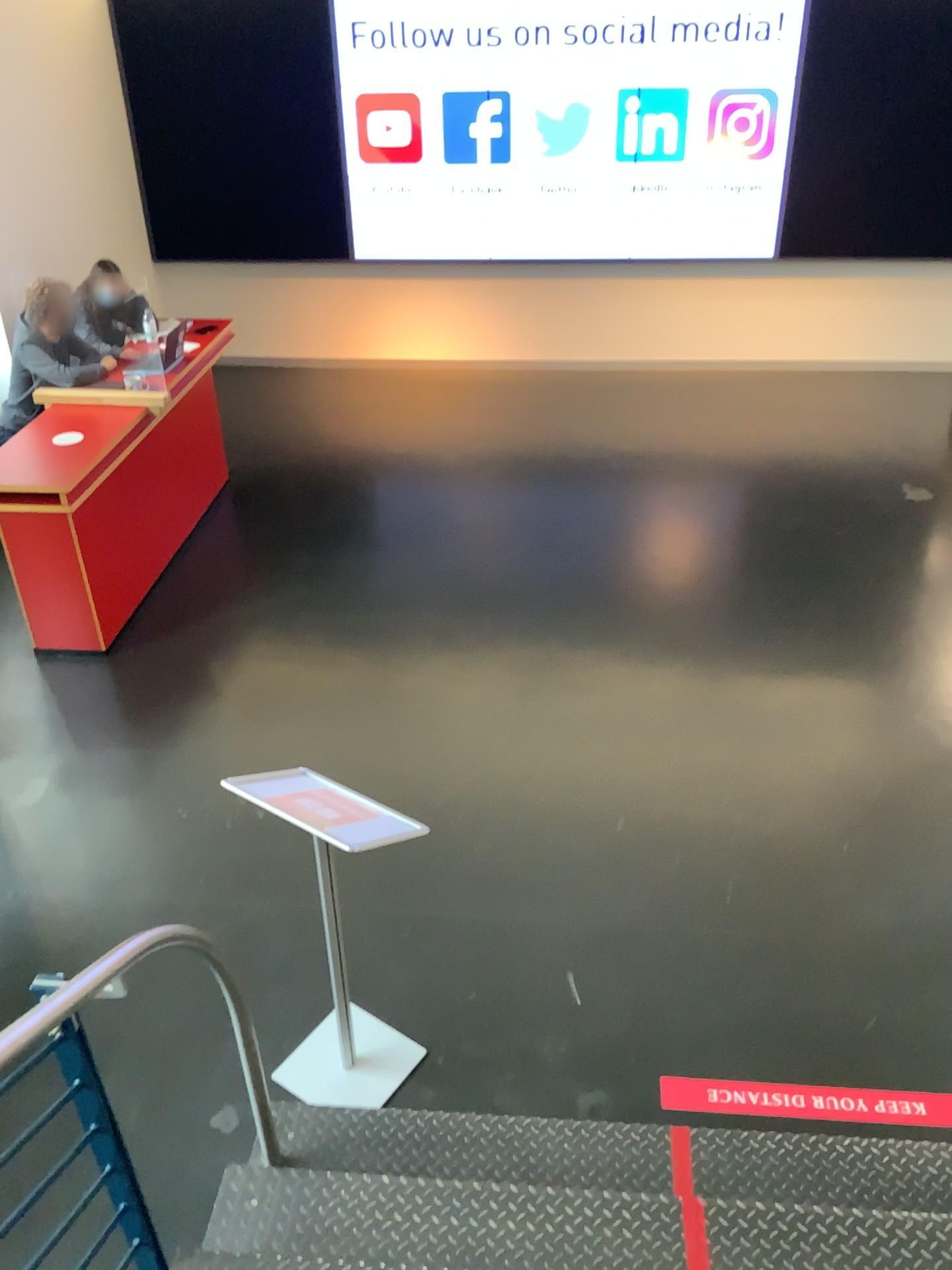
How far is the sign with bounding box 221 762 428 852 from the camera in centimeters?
247cm

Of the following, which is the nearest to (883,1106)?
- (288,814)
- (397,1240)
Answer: (397,1240)

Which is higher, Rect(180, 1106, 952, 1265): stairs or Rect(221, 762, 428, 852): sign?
Rect(221, 762, 428, 852): sign

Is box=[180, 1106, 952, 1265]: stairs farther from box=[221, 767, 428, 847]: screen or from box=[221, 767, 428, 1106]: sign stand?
box=[221, 767, 428, 847]: screen

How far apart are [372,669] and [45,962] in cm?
196

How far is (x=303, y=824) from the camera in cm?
247

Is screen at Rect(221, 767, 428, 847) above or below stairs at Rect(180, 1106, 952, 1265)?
above

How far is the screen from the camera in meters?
2.5

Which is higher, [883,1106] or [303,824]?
[303,824]

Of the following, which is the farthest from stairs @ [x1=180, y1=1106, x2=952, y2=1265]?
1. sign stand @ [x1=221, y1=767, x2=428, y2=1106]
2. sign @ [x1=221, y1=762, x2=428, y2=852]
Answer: sign @ [x1=221, y1=762, x2=428, y2=852]
